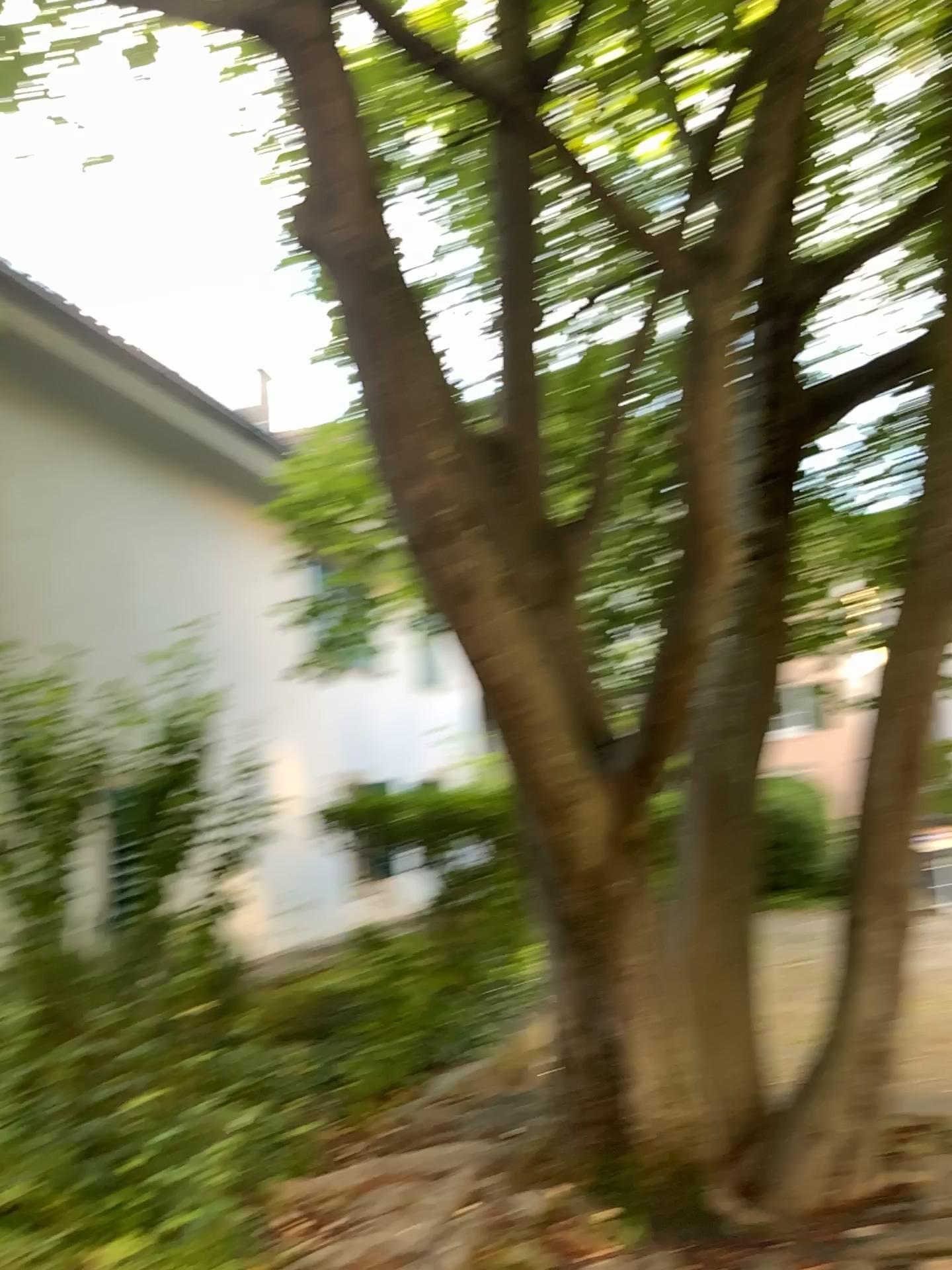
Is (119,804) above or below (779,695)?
below

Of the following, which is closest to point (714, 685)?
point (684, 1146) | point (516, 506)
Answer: point (516, 506)

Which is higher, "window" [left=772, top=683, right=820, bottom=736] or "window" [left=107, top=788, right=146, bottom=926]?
"window" [left=772, top=683, right=820, bottom=736]

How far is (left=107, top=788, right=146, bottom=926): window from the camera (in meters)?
4.25

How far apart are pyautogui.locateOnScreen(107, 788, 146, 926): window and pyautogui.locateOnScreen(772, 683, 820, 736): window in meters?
2.6

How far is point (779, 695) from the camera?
4.02m

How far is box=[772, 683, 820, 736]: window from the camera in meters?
4.0 m

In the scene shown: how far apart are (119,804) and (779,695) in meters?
2.6 m
